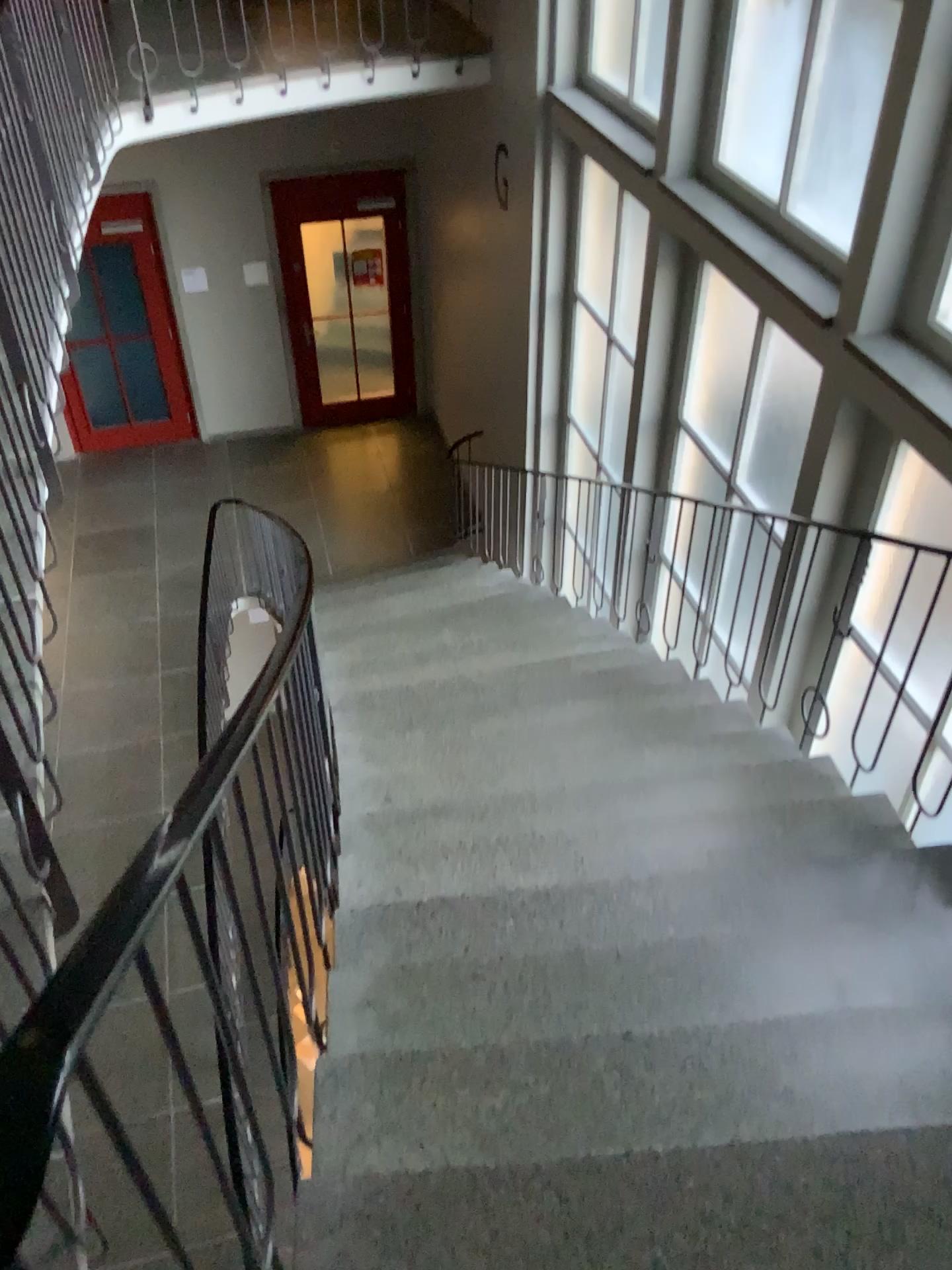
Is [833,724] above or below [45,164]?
below

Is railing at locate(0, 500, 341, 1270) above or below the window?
above

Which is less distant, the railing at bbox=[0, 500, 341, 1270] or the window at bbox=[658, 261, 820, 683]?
the railing at bbox=[0, 500, 341, 1270]

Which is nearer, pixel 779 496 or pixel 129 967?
pixel 129 967

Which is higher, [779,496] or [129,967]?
[129,967]
